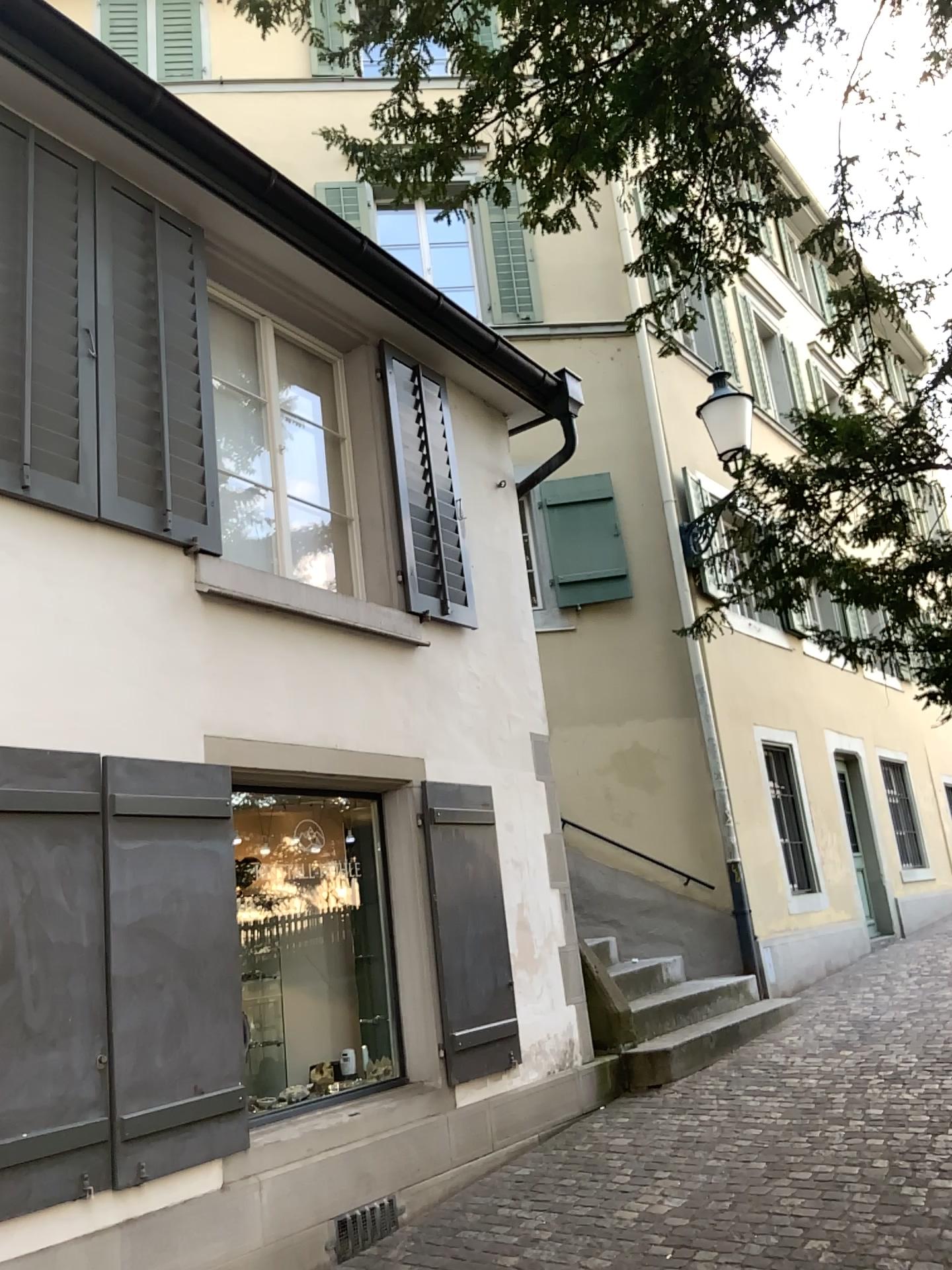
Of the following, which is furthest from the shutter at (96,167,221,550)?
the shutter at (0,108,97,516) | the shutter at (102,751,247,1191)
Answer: the shutter at (102,751,247,1191)

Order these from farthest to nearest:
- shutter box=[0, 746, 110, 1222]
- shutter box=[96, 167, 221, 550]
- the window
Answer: the window
shutter box=[96, 167, 221, 550]
shutter box=[0, 746, 110, 1222]

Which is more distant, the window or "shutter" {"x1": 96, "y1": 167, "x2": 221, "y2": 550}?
the window

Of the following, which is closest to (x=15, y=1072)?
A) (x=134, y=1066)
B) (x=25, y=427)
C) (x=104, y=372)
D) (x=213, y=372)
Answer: (x=134, y=1066)

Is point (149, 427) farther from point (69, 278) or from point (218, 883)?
point (218, 883)

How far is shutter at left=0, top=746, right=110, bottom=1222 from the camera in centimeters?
328cm

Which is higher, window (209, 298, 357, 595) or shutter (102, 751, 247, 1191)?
window (209, 298, 357, 595)

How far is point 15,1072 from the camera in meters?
3.3

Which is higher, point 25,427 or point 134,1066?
point 25,427

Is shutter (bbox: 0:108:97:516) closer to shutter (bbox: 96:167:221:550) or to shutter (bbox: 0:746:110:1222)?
shutter (bbox: 96:167:221:550)
